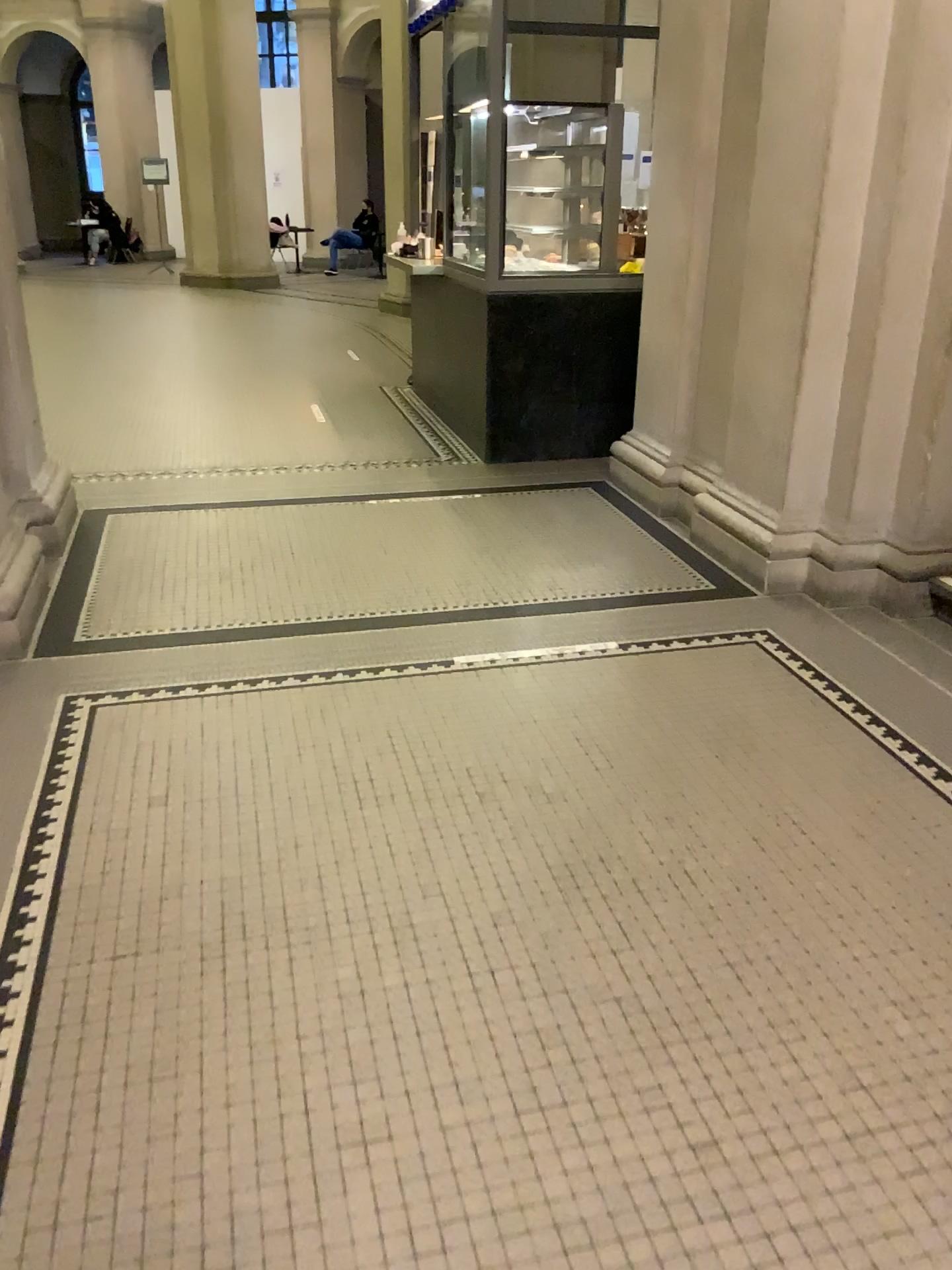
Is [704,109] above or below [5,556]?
above

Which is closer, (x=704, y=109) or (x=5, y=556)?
(x=5, y=556)

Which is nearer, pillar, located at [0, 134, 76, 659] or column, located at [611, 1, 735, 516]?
pillar, located at [0, 134, 76, 659]

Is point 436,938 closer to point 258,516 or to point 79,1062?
point 79,1062
